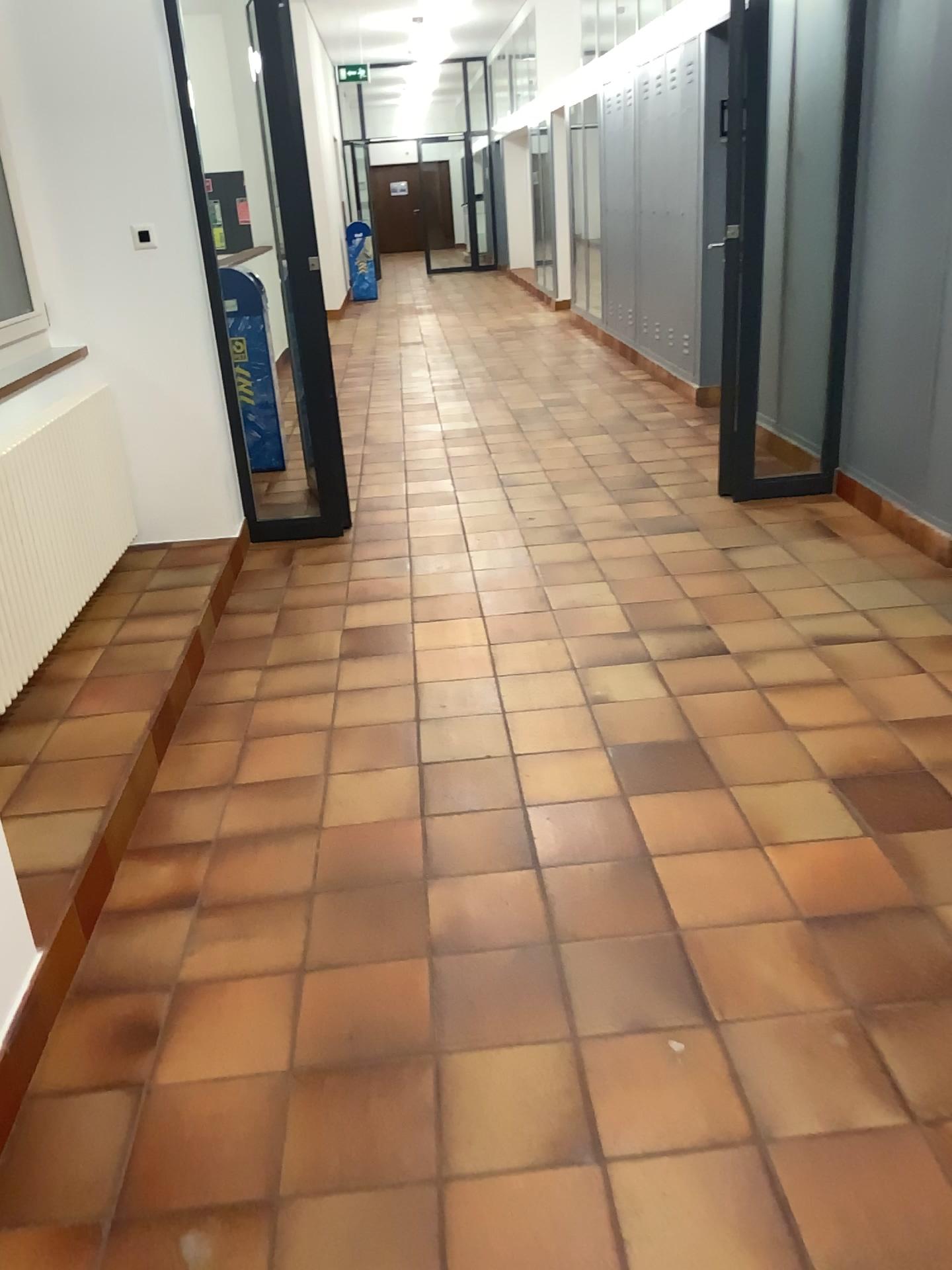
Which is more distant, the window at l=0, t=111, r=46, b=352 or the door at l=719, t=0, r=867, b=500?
the door at l=719, t=0, r=867, b=500

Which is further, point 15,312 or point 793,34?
point 793,34

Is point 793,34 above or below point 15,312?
above

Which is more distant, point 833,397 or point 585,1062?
point 833,397
